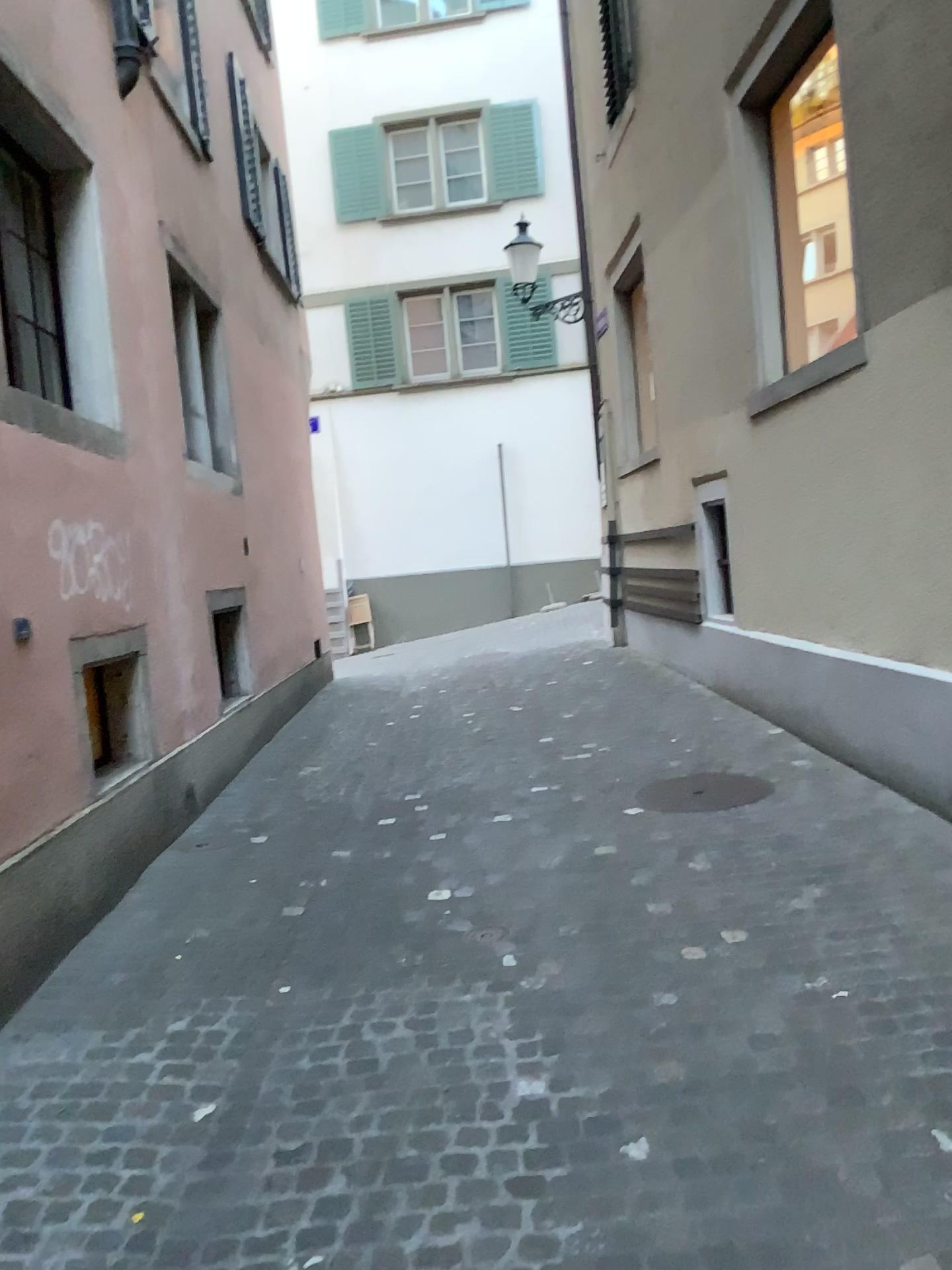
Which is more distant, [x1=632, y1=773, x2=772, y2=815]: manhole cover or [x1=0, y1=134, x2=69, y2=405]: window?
[x1=632, y1=773, x2=772, y2=815]: manhole cover

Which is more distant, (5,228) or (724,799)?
(724,799)

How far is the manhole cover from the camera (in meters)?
5.04

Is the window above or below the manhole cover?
above

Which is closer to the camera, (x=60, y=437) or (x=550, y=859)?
(x=60, y=437)

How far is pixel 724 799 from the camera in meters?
5.0

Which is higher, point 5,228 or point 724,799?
point 5,228
